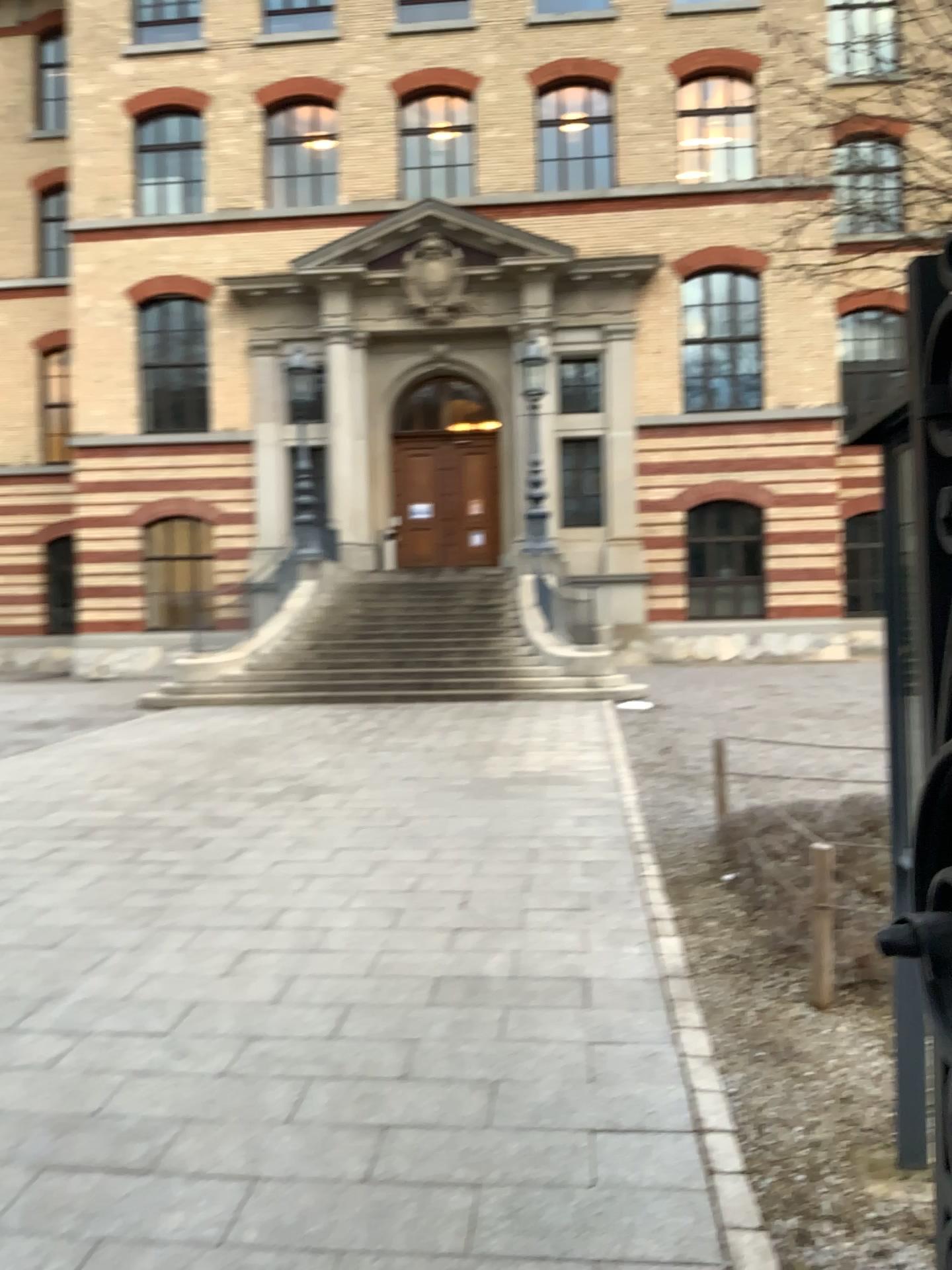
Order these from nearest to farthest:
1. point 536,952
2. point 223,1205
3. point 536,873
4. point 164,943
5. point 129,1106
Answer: point 223,1205 < point 129,1106 < point 536,952 < point 164,943 < point 536,873
